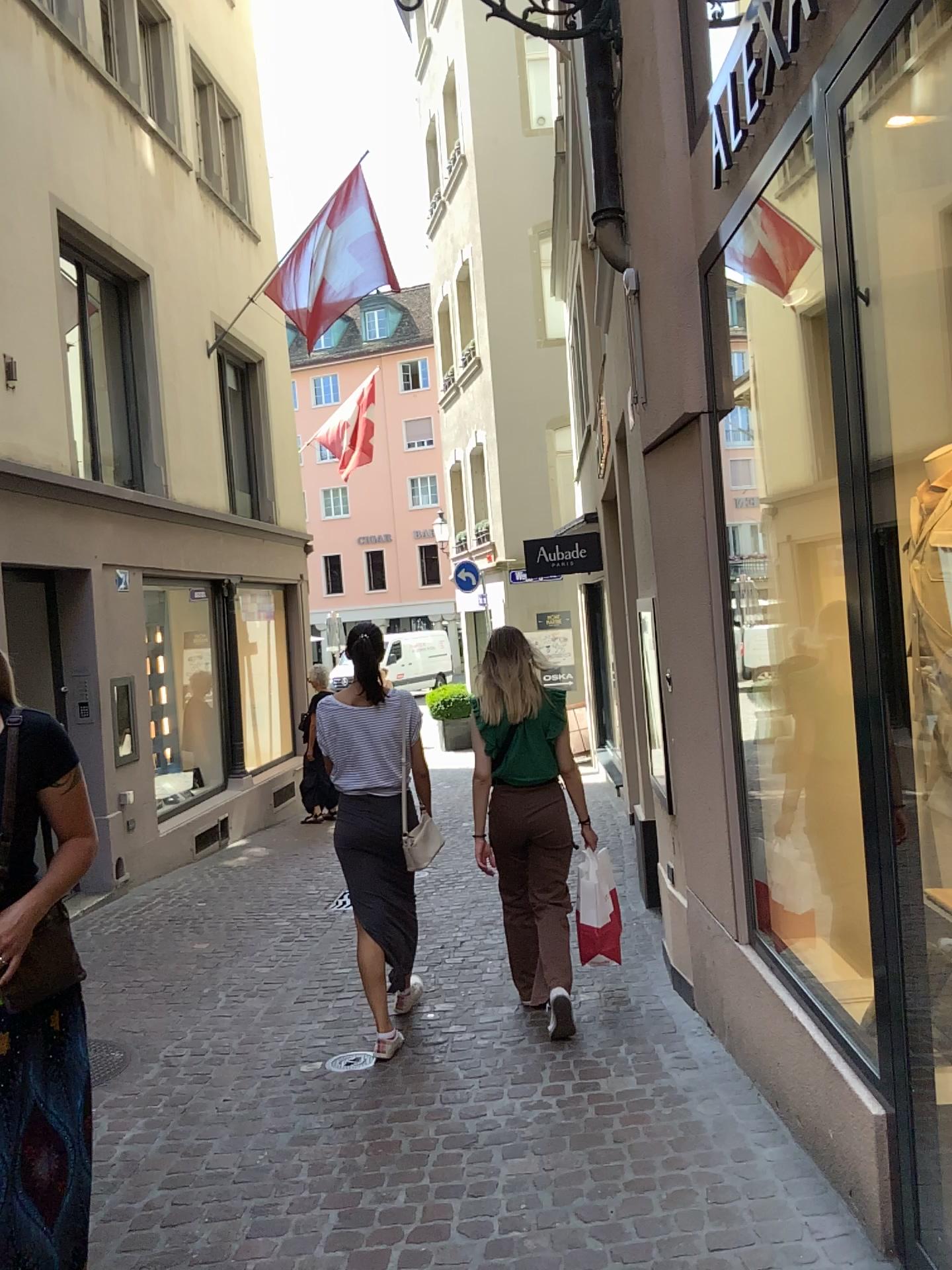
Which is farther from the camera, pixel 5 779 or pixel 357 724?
pixel 357 724

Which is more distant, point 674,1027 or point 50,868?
point 674,1027

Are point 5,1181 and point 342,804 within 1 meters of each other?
no

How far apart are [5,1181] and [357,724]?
2.2m

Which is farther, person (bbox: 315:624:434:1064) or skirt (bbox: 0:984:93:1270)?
person (bbox: 315:624:434:1064)

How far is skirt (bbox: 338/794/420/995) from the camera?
4.2 meters

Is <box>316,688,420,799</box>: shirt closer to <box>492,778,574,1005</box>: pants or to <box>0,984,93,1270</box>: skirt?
<box>492,778,574,1005</box>: pants

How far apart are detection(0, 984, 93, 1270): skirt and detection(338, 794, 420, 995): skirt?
1.99m

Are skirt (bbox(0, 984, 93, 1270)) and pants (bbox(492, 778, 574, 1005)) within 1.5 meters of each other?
no

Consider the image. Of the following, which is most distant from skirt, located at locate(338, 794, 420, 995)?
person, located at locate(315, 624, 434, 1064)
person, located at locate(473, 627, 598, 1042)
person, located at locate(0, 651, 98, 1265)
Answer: person, located at locate(0, 651, 98, 1265)
